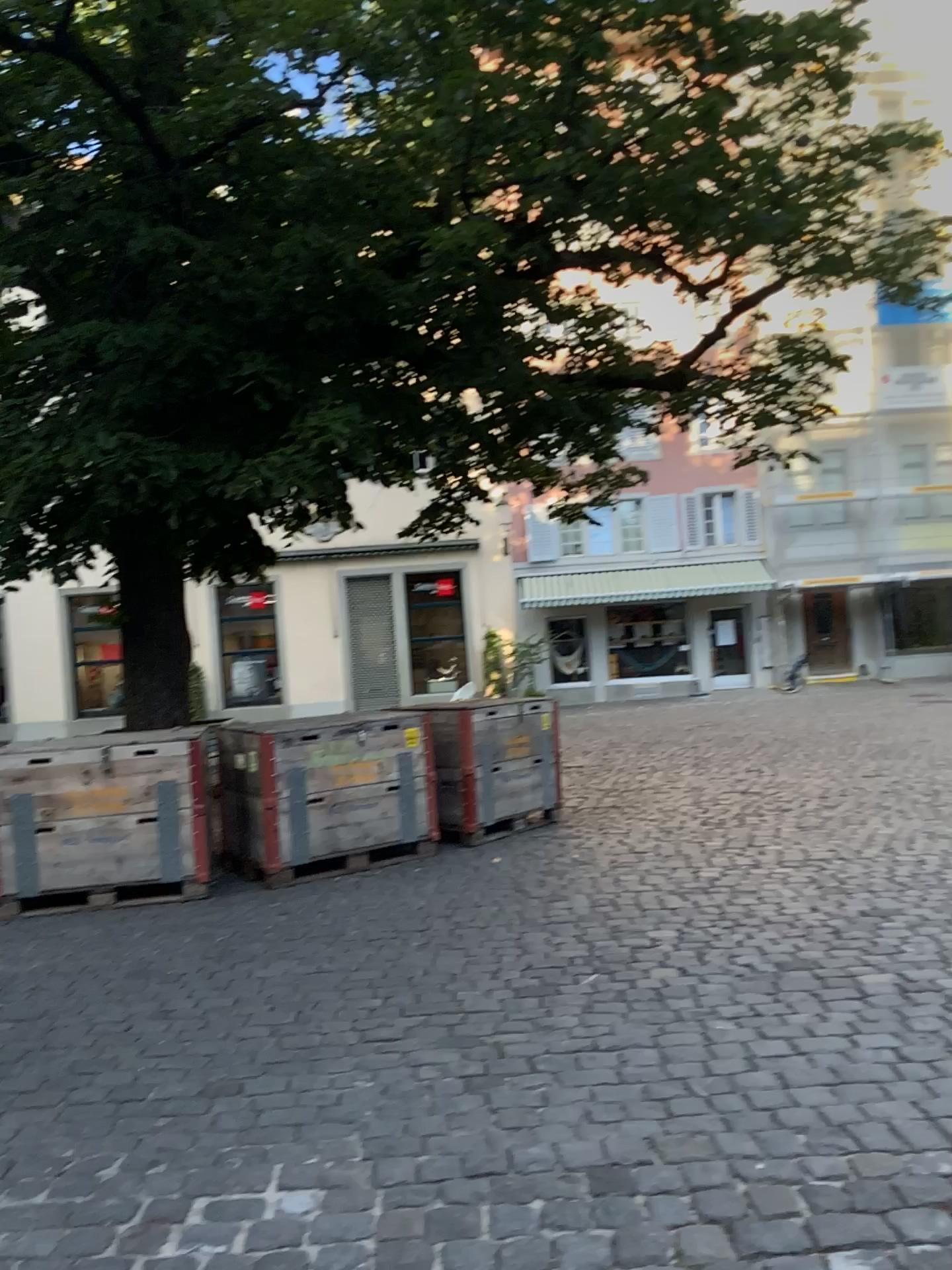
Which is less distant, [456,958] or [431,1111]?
[431,1111]
